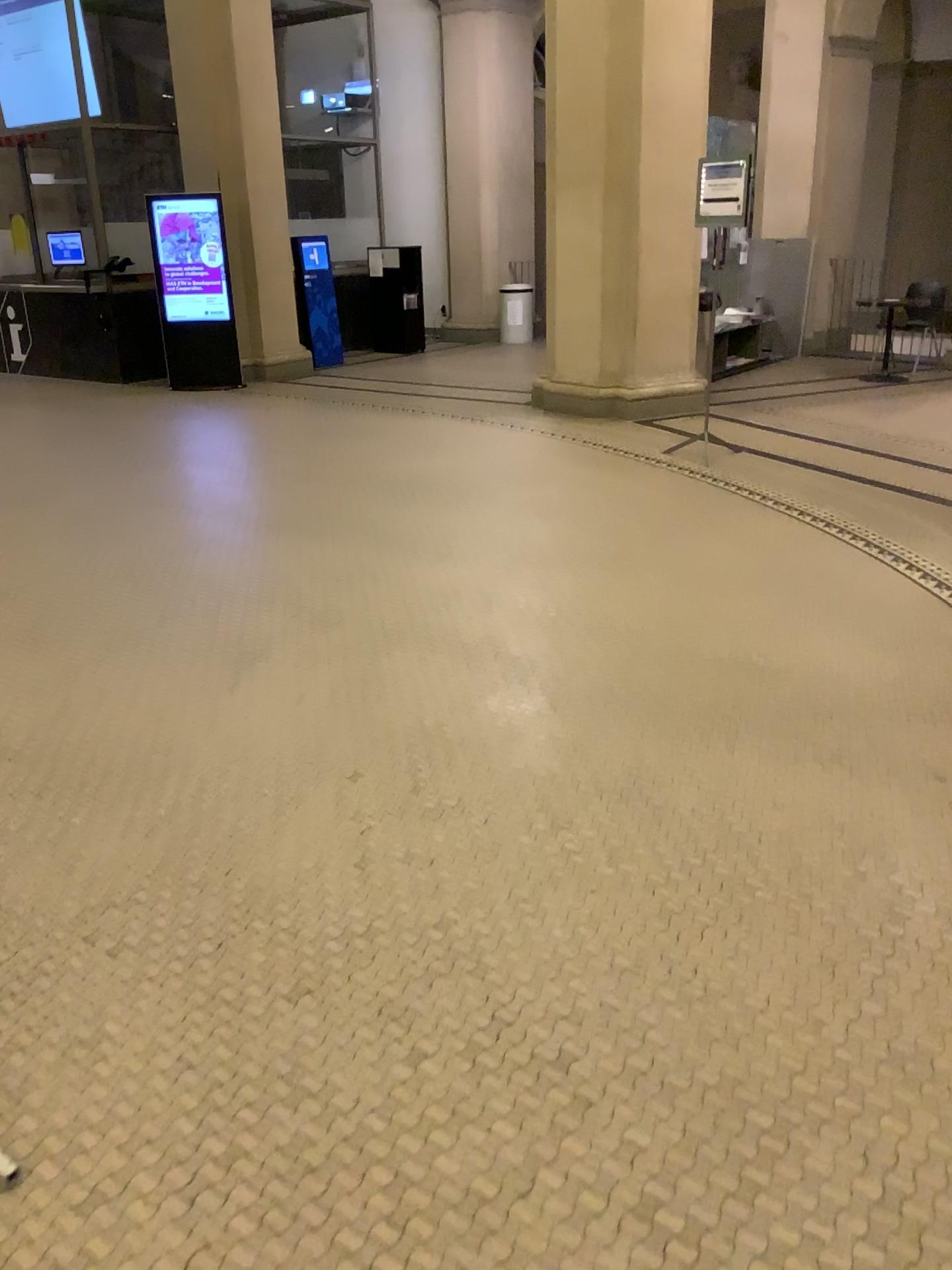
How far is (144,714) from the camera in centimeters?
345cm
